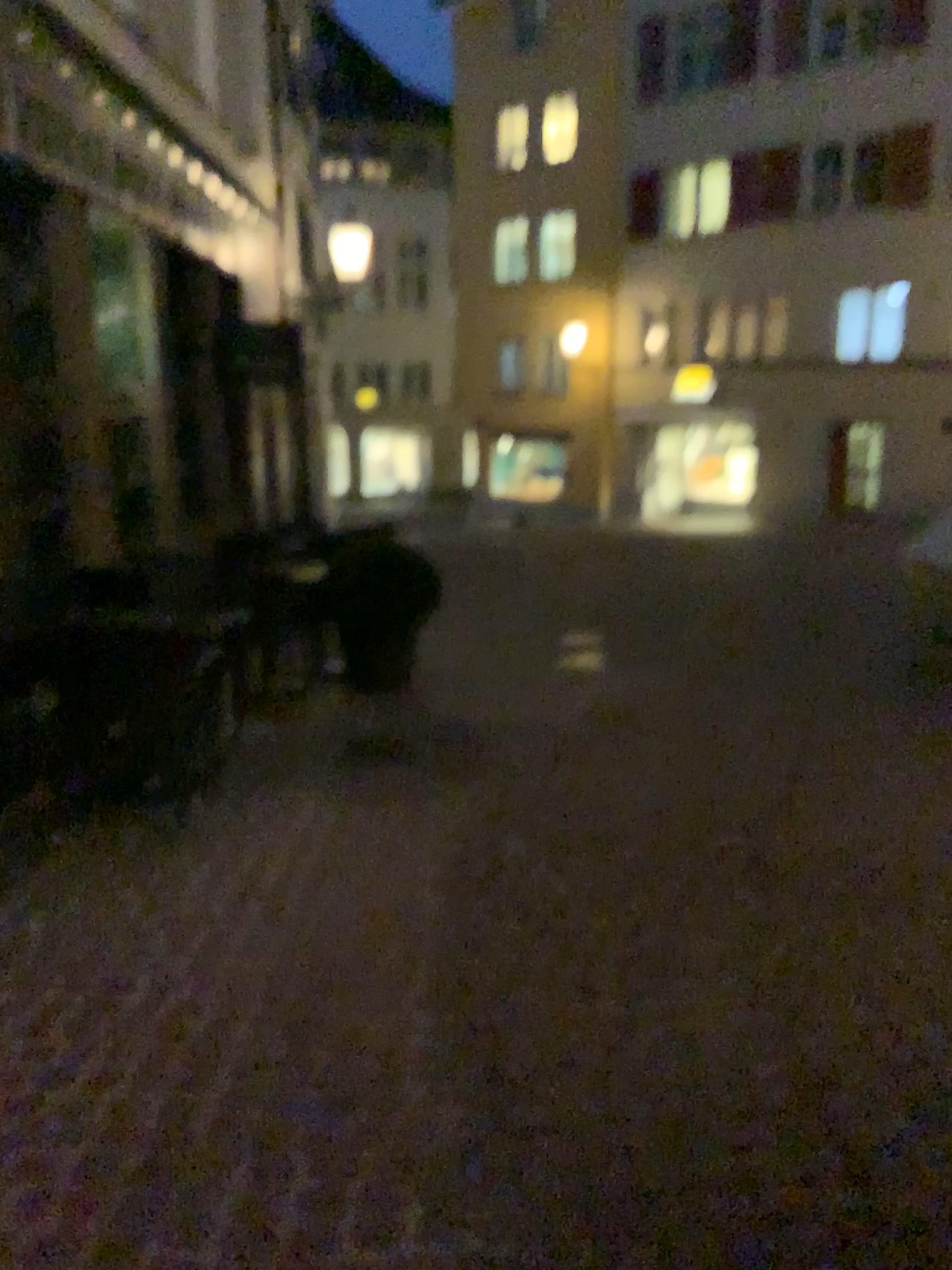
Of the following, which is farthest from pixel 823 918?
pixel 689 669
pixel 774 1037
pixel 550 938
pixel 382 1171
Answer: pixel 689 669
